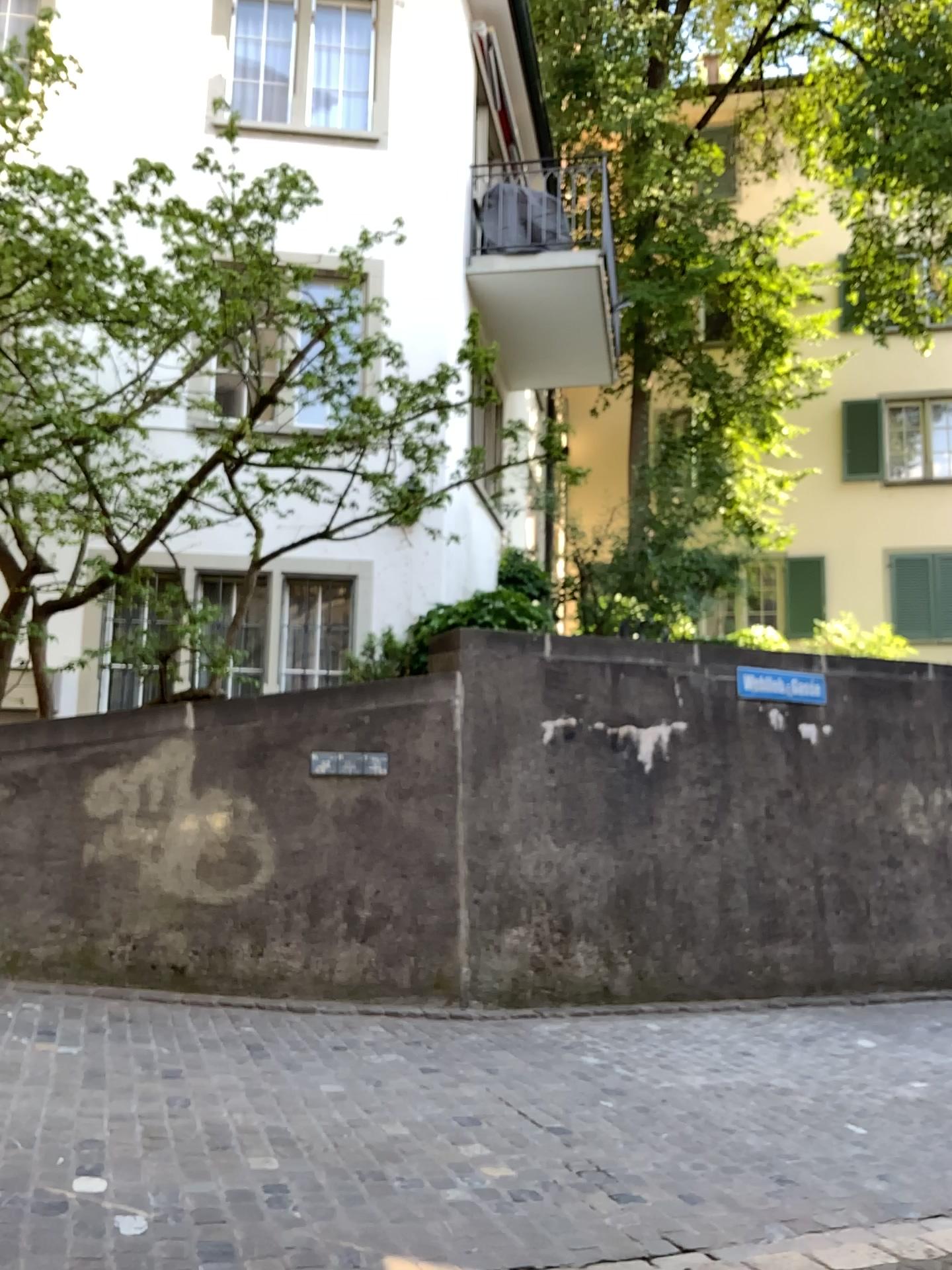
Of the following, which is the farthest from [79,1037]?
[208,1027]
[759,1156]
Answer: [759,1156]
